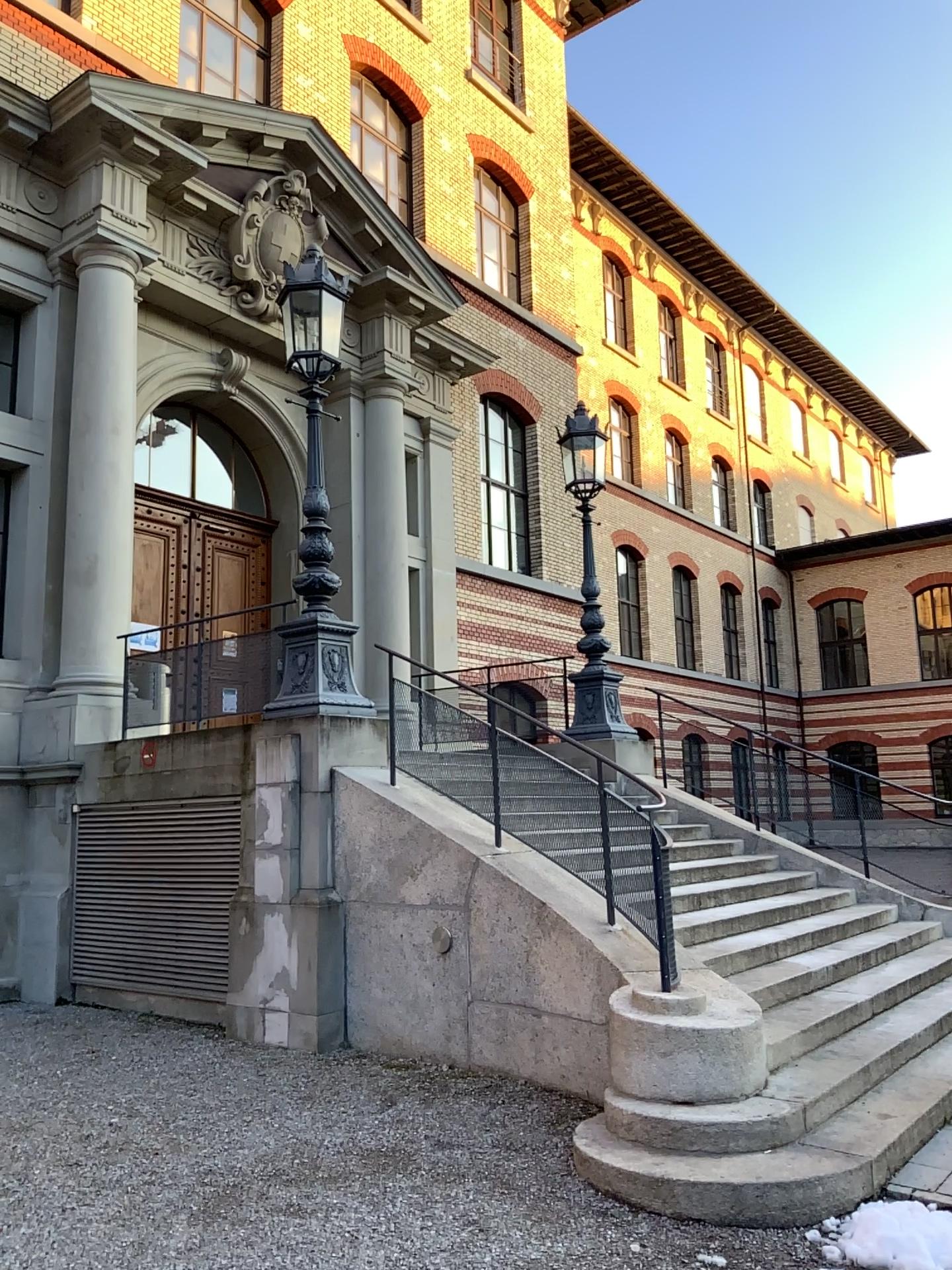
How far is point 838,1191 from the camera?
4.25m
